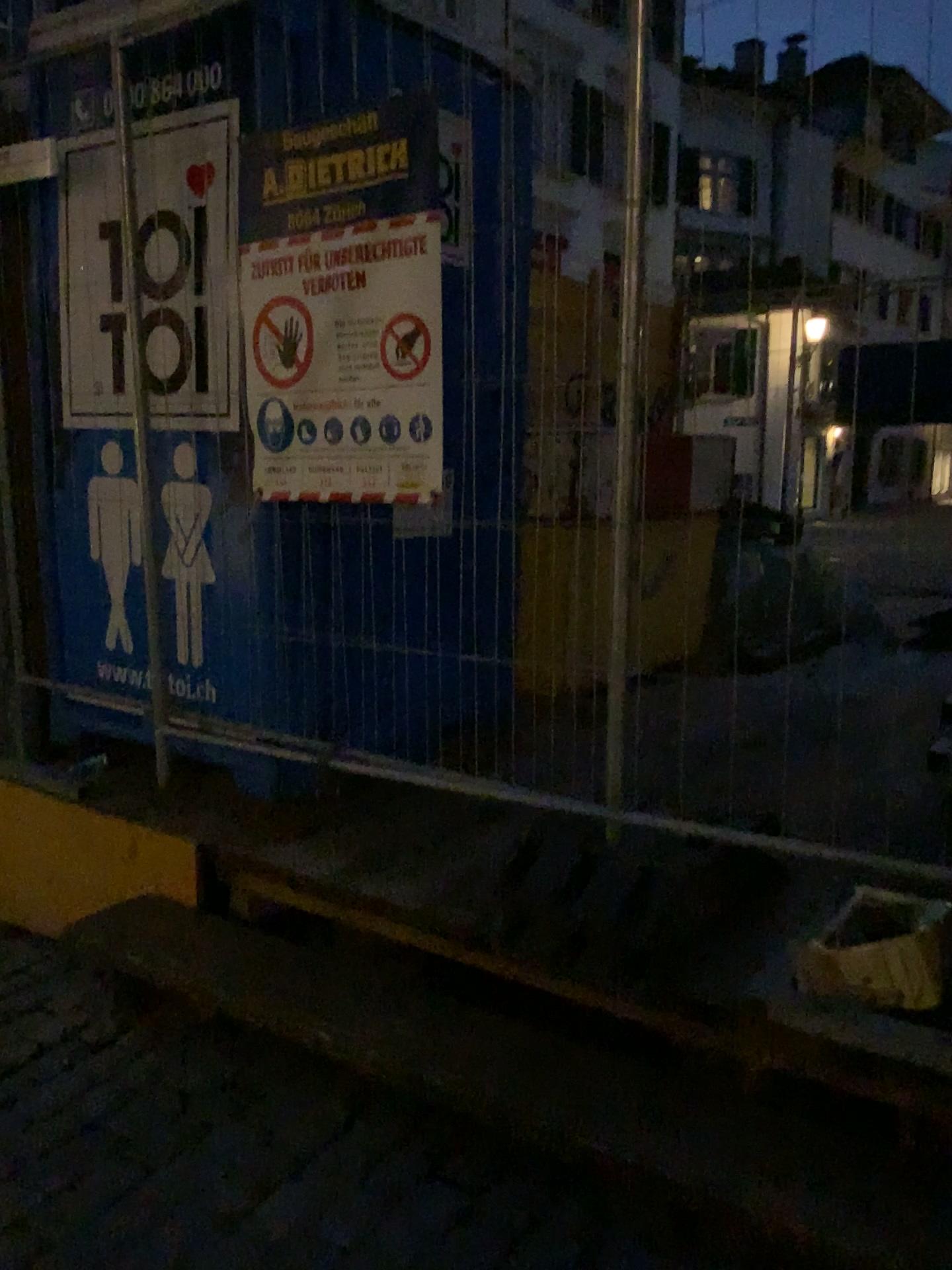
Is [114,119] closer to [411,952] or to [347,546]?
[347,546]

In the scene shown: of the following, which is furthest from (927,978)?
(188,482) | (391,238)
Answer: (188,482)

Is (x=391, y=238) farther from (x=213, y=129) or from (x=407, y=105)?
(x=213, y=129)

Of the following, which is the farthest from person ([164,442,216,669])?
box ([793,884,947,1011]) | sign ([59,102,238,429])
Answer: box ([793,884,947,1011])

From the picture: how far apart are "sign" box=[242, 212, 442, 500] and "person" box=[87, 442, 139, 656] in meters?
0.7

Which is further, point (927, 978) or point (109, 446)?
point (109, 446)

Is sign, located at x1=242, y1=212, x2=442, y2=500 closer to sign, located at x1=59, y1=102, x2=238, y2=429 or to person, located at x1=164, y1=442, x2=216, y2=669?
sign, located at x1=59, y1=102, x2=238, y2=429

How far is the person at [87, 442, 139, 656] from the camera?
3.15m

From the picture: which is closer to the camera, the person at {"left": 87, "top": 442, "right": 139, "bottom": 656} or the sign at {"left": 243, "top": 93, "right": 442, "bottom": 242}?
the sign at {"left": 243, "top": 93, "right": 442, "bottom": 242}

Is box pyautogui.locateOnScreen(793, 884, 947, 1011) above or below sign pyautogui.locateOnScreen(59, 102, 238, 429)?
below
